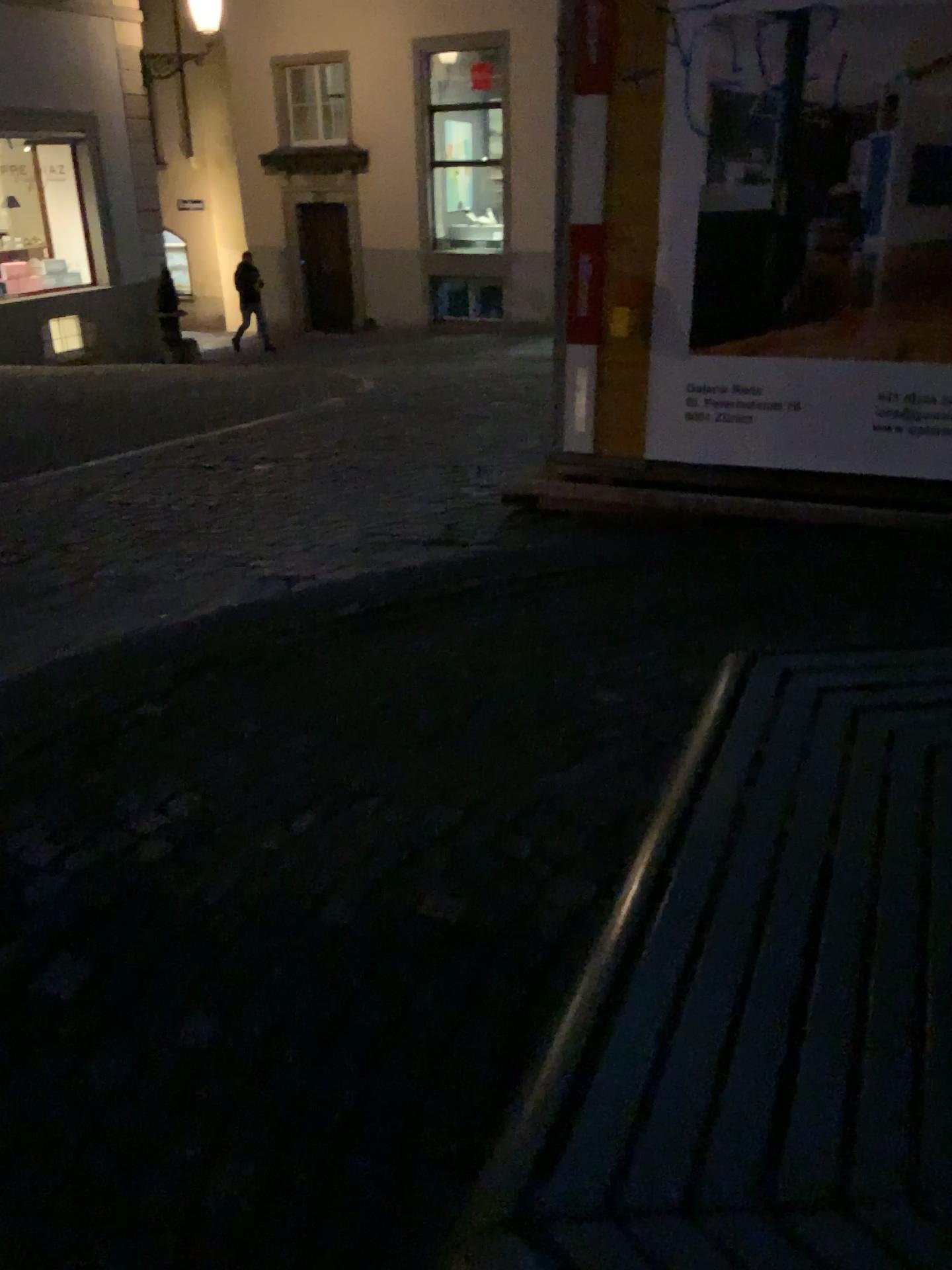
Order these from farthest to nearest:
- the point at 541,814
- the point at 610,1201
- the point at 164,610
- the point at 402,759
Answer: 1. the point at 164,610
2. the point at 402,759
3. the point at 541,814
4. the point at 610,1201
